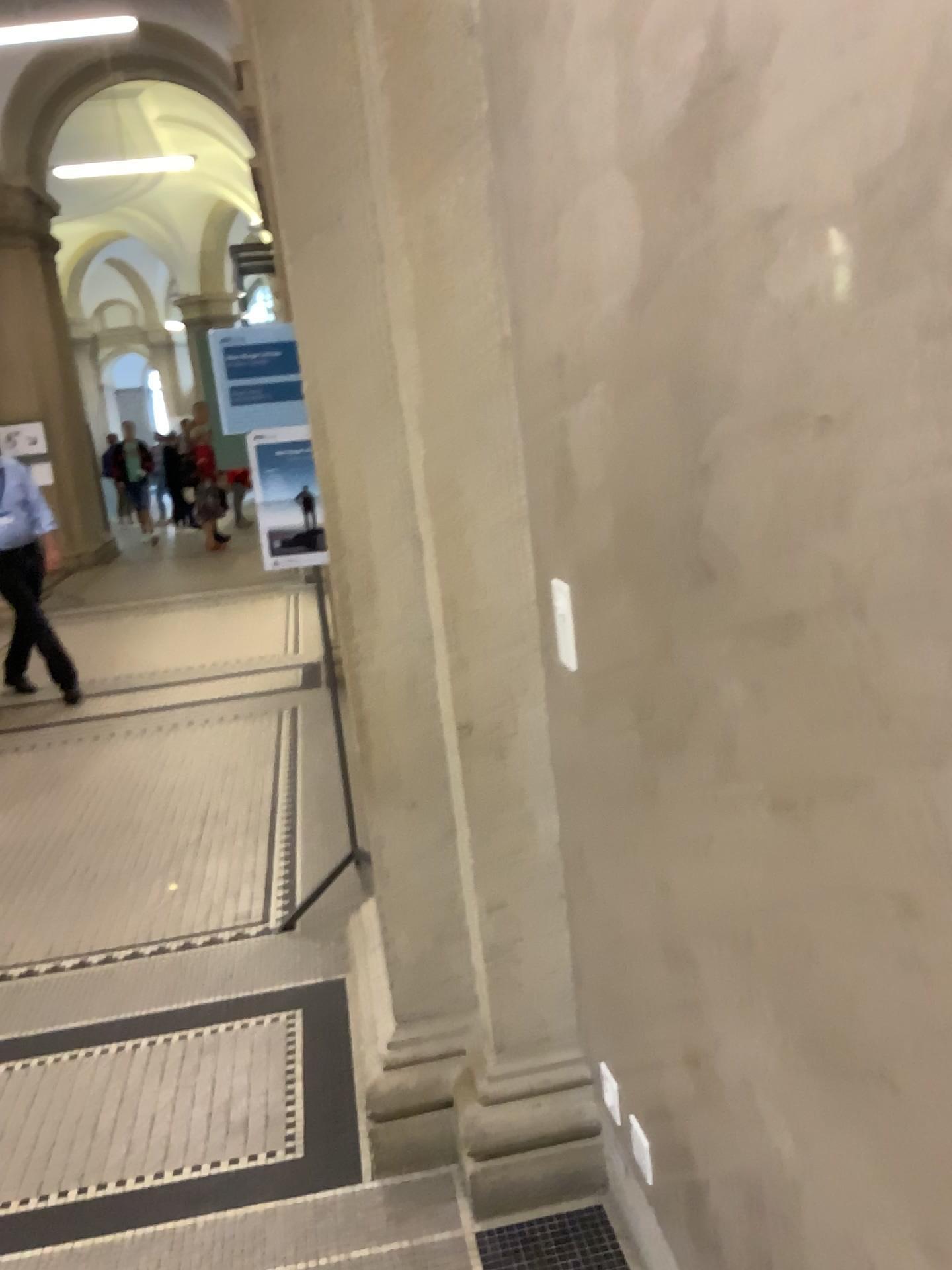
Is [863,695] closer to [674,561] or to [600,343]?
[674,561]
